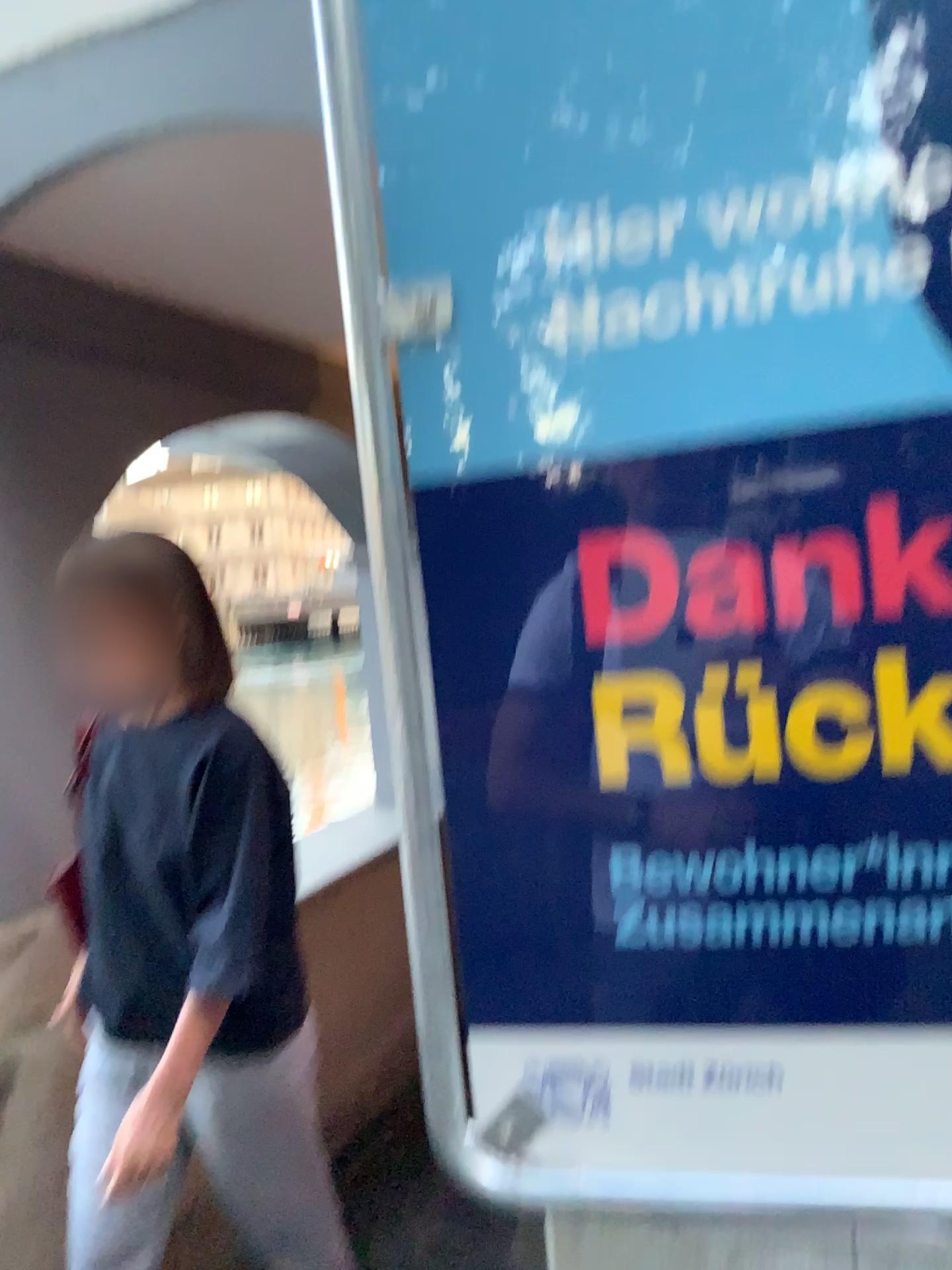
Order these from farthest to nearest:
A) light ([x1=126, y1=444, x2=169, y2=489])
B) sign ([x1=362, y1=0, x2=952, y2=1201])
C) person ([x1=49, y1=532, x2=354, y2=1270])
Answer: light ([x1=126, y1=444, x2=169, y2=489]) < person ([x1=49, y1=532, x2=354, y2=1270]) < sign ([x1=362, y1=0, x2=952, y2=1201])

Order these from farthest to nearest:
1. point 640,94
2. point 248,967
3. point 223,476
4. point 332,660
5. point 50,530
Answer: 1. point 332,660
2. point 223,476
3. point 50,530
4. point 248,967
5. point 640,94

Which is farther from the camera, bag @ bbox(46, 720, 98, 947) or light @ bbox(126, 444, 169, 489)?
light @ bbox(126, 444, 169, 489)

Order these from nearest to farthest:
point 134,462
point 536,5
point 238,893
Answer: point 536,5 → point 238,893 → point 134,462

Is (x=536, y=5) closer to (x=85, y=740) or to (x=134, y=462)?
(x=85, y=740)

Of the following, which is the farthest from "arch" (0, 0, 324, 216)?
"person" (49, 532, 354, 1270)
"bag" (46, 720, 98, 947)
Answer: "bag" (46, 720, 98, 947)

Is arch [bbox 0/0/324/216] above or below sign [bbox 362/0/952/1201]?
above

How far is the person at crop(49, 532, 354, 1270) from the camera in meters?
1.5

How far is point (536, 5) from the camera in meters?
0.7 m

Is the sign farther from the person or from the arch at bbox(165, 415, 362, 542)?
the arch at bbox(165, 415, 362, 542)
